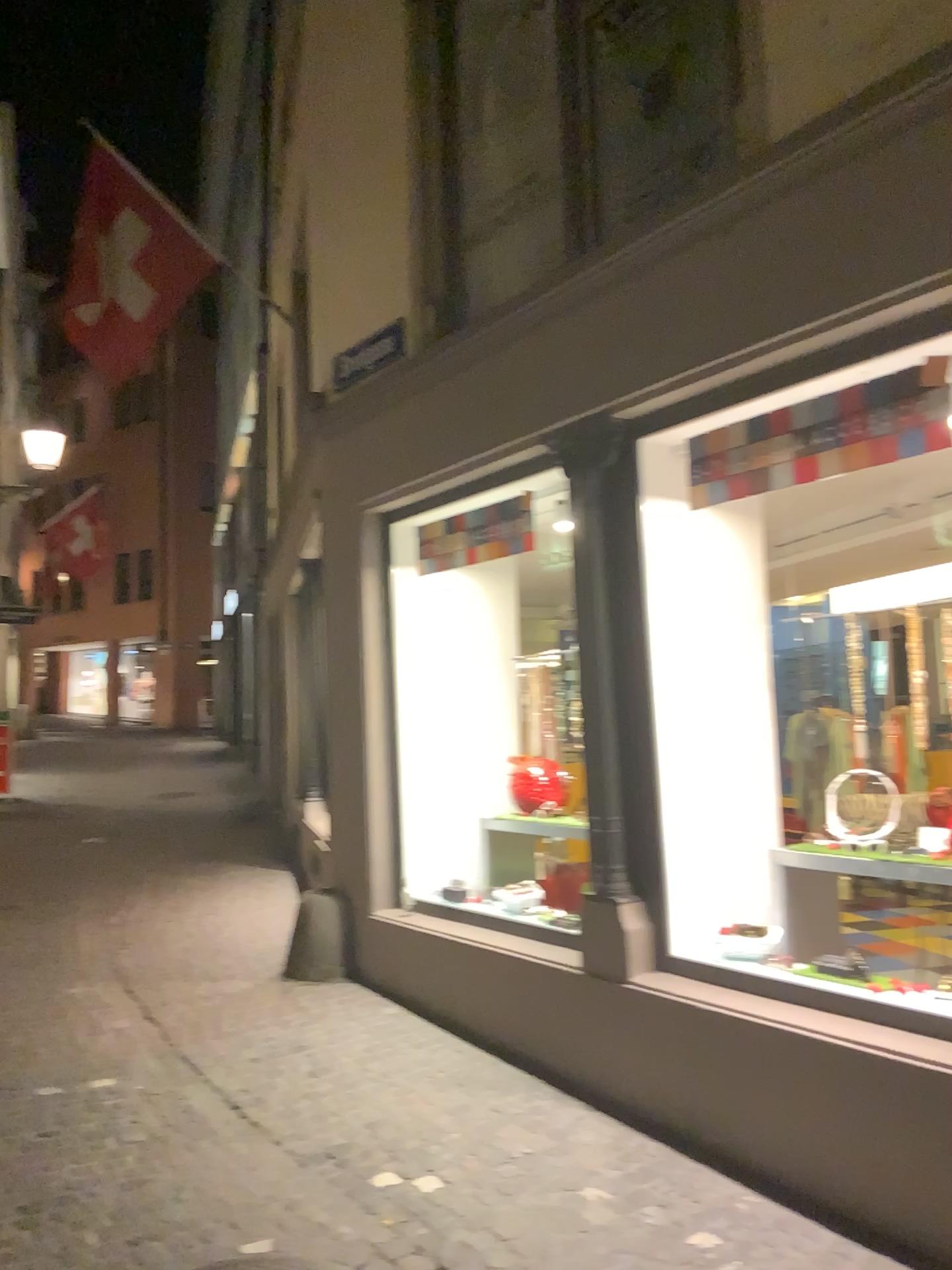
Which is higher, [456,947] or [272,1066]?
[456,947]
